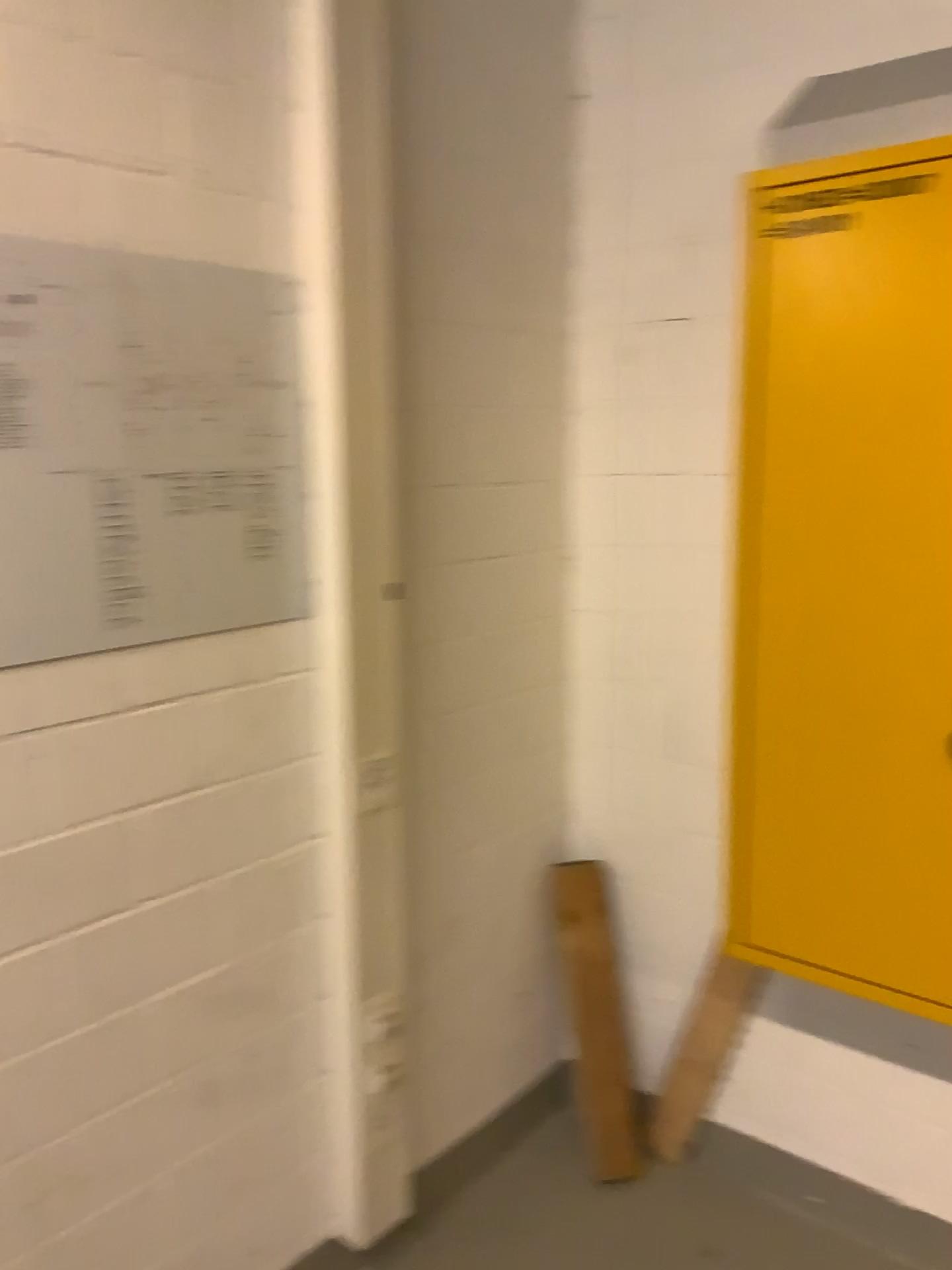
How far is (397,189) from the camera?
1.9 meters

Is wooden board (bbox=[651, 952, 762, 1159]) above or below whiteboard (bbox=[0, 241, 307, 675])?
below

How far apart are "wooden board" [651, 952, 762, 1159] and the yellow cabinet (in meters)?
0.32

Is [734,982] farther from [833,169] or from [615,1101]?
[833,169]

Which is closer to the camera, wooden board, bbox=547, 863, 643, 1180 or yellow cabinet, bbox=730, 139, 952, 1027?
yellow cabinet, bbox=730, 139, 952, 1027

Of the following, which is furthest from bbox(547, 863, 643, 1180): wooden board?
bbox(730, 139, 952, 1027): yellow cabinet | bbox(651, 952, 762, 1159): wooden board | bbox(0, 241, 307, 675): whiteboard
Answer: bbox(0, 241, 307, 675): whiteboard

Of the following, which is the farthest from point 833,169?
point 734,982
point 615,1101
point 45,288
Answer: point 615,1101

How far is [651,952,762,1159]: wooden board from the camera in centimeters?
217cm

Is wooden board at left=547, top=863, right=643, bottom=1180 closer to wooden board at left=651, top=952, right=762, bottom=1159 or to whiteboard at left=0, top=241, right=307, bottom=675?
wooden board at left=651, top=952, right=762, bottom=1159

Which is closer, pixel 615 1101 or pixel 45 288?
pixel 45 288
